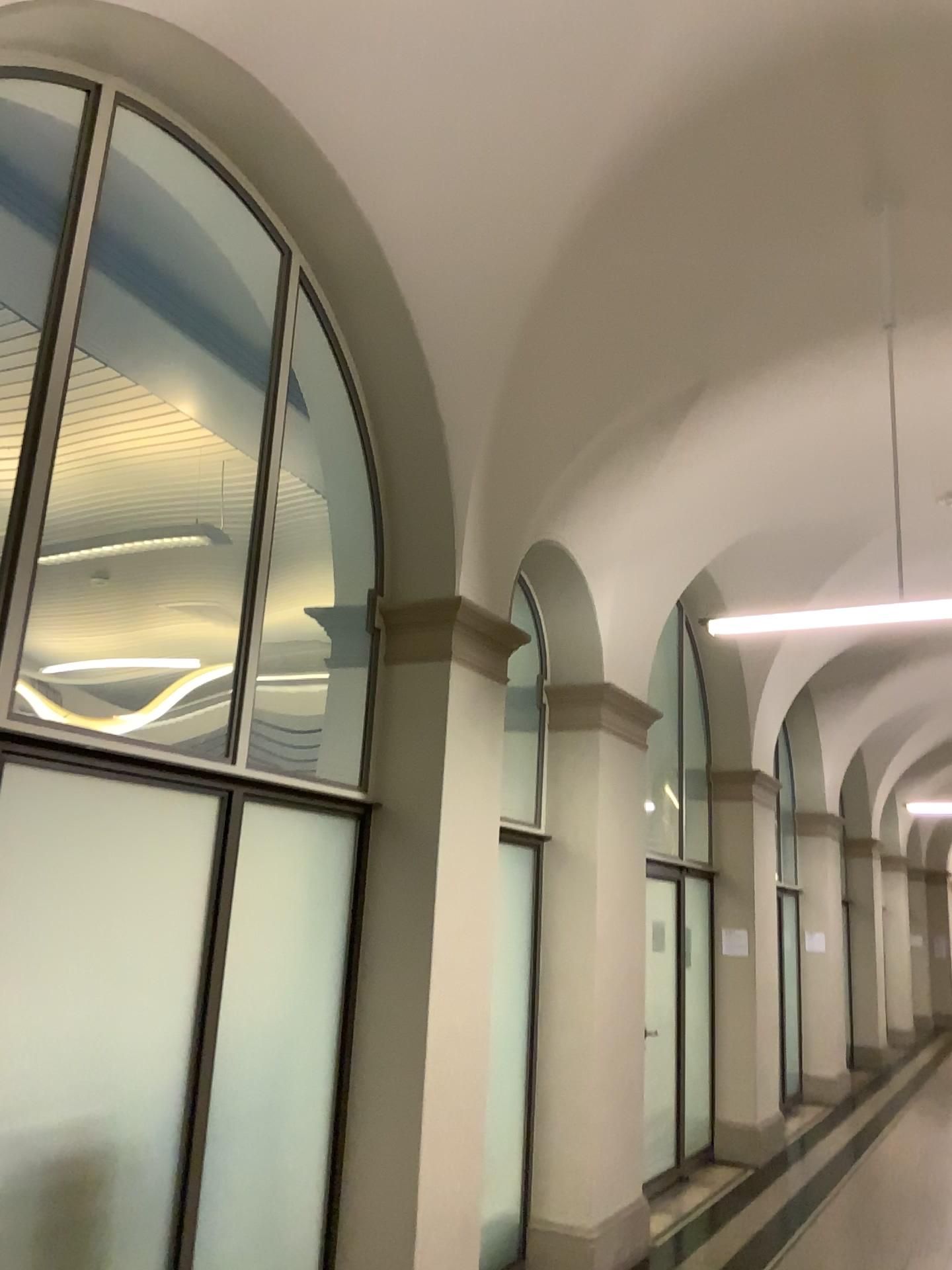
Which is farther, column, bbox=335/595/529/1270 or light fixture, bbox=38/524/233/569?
column, bbox=335/595/529/1270

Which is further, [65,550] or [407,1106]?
[407,1106]

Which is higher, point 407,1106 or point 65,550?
point 65,550

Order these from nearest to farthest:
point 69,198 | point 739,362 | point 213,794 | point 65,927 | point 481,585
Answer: point 65,927
point 69,198
point 213,794
point 481,585
point 739,362
